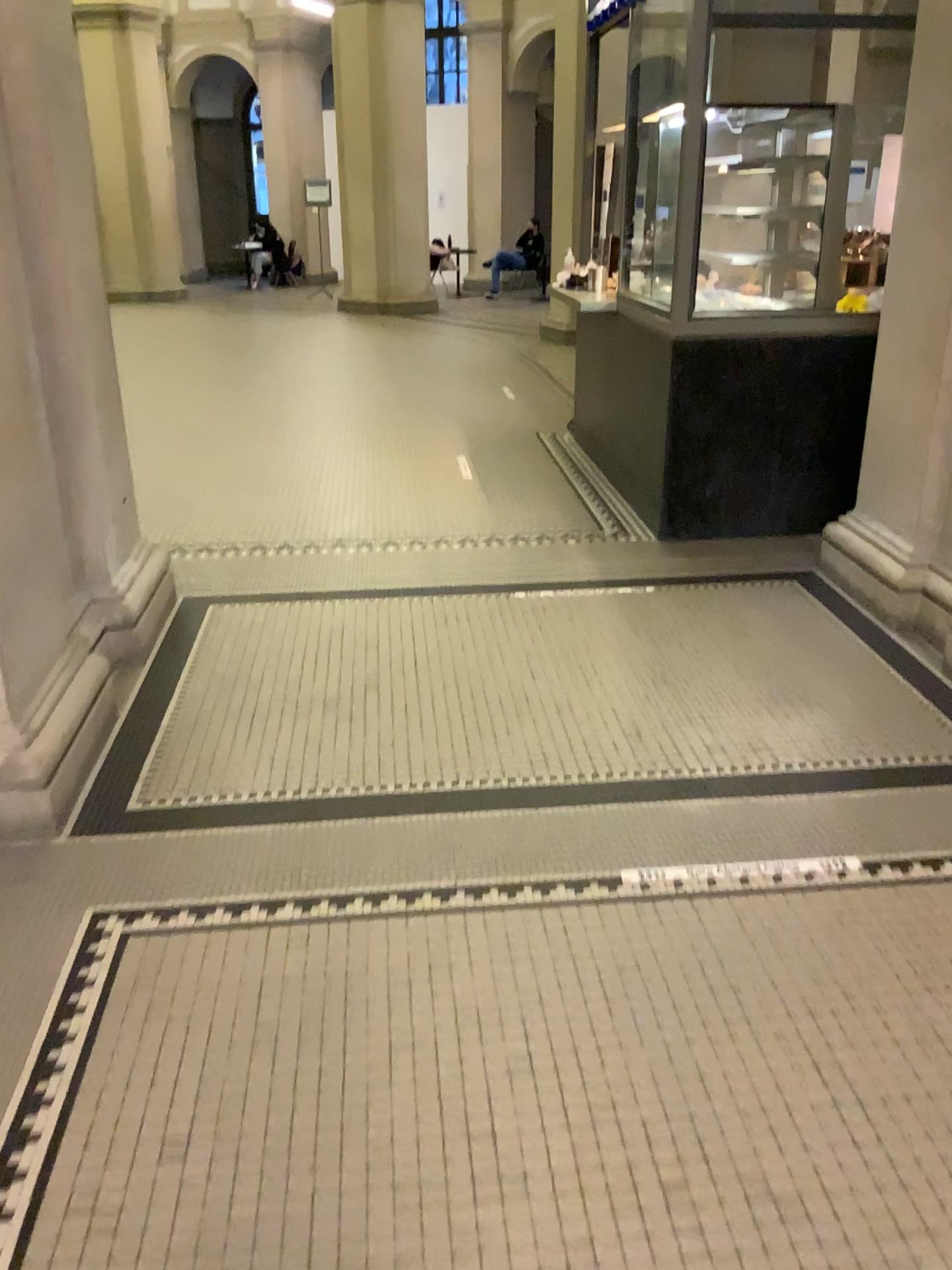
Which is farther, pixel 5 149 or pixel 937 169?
pixel 937 169

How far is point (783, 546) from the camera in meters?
4.9

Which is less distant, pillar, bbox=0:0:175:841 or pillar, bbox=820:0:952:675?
pillar, bbox=0:0:175:841
